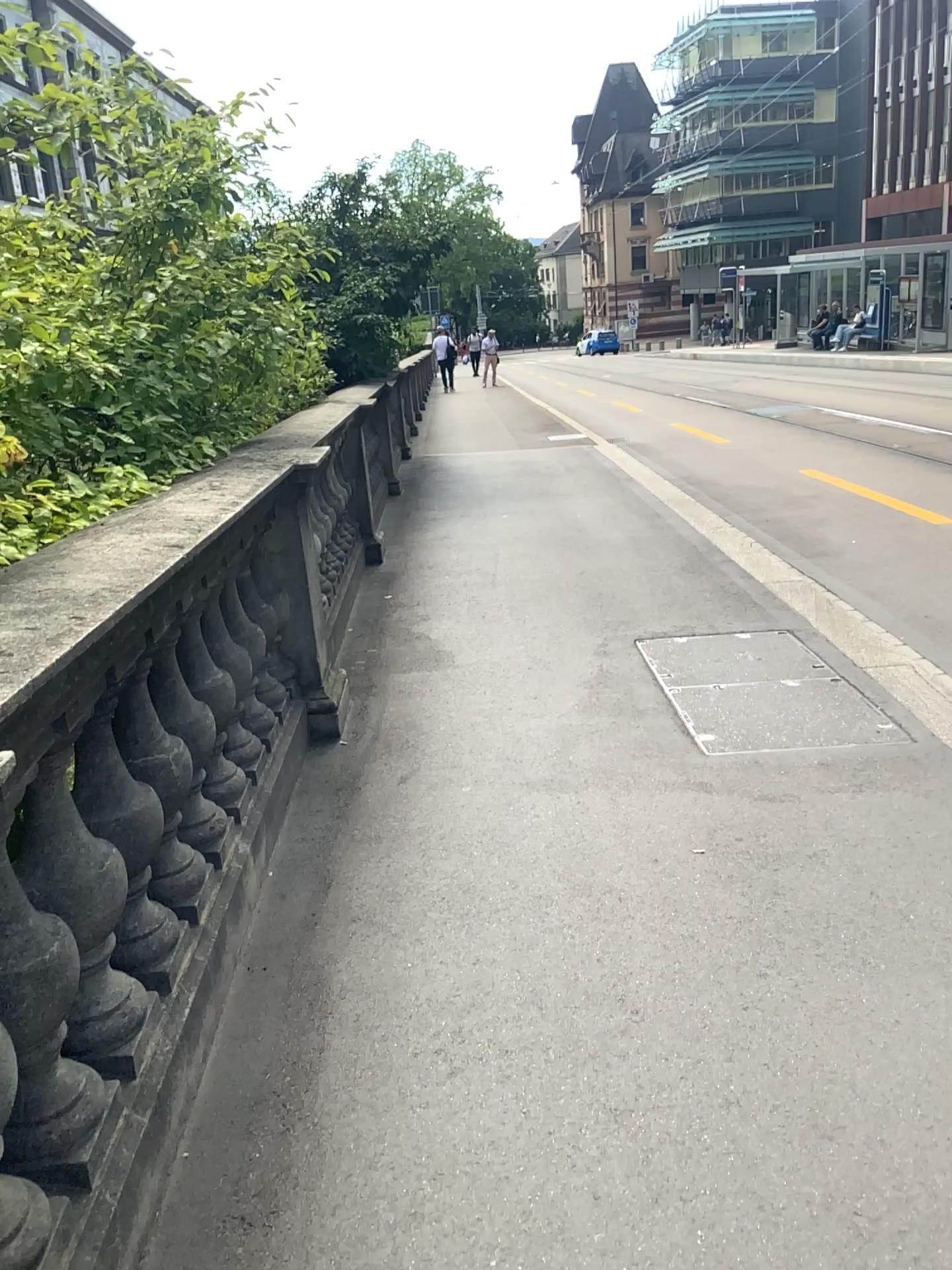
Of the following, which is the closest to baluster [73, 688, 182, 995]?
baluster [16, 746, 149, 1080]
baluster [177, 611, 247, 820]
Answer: baluster [16, 746, 149, 1080]

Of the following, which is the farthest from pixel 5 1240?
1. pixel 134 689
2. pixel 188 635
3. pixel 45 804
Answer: pixel 188 635

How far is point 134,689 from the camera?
2.08m

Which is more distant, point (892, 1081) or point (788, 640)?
point (788, 640)

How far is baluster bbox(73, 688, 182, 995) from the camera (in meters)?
1.85

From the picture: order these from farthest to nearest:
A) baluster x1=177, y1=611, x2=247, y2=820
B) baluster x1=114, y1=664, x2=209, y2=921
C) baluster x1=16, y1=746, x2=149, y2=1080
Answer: baluster x1=177, y1=611, x2=247, y2=820, baluster x1=114, y1=664, x2=209, y2=921, baluster x1=16, y1=746, x2=149, y2=1080

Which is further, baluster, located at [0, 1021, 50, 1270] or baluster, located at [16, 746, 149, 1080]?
baluster, located at [16, 746, 149, 1080]

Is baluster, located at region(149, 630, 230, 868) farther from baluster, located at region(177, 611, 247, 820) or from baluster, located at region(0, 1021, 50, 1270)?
baluster, located at region(0, 1021, 50, 1270)

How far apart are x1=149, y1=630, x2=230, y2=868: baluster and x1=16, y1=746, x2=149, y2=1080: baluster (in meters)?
0.46

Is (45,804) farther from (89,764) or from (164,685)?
(164,685)
